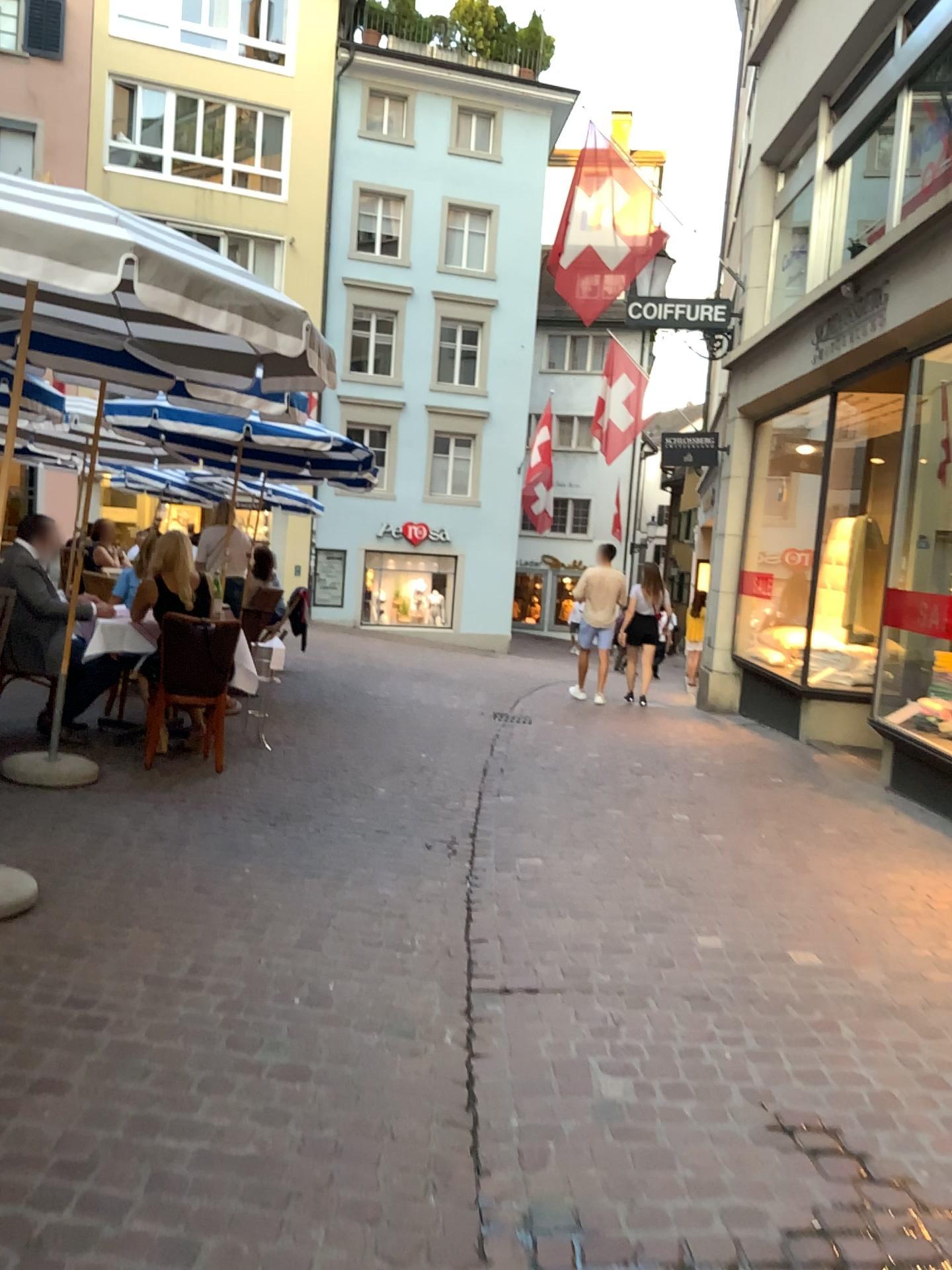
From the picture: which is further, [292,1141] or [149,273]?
[149,273]
